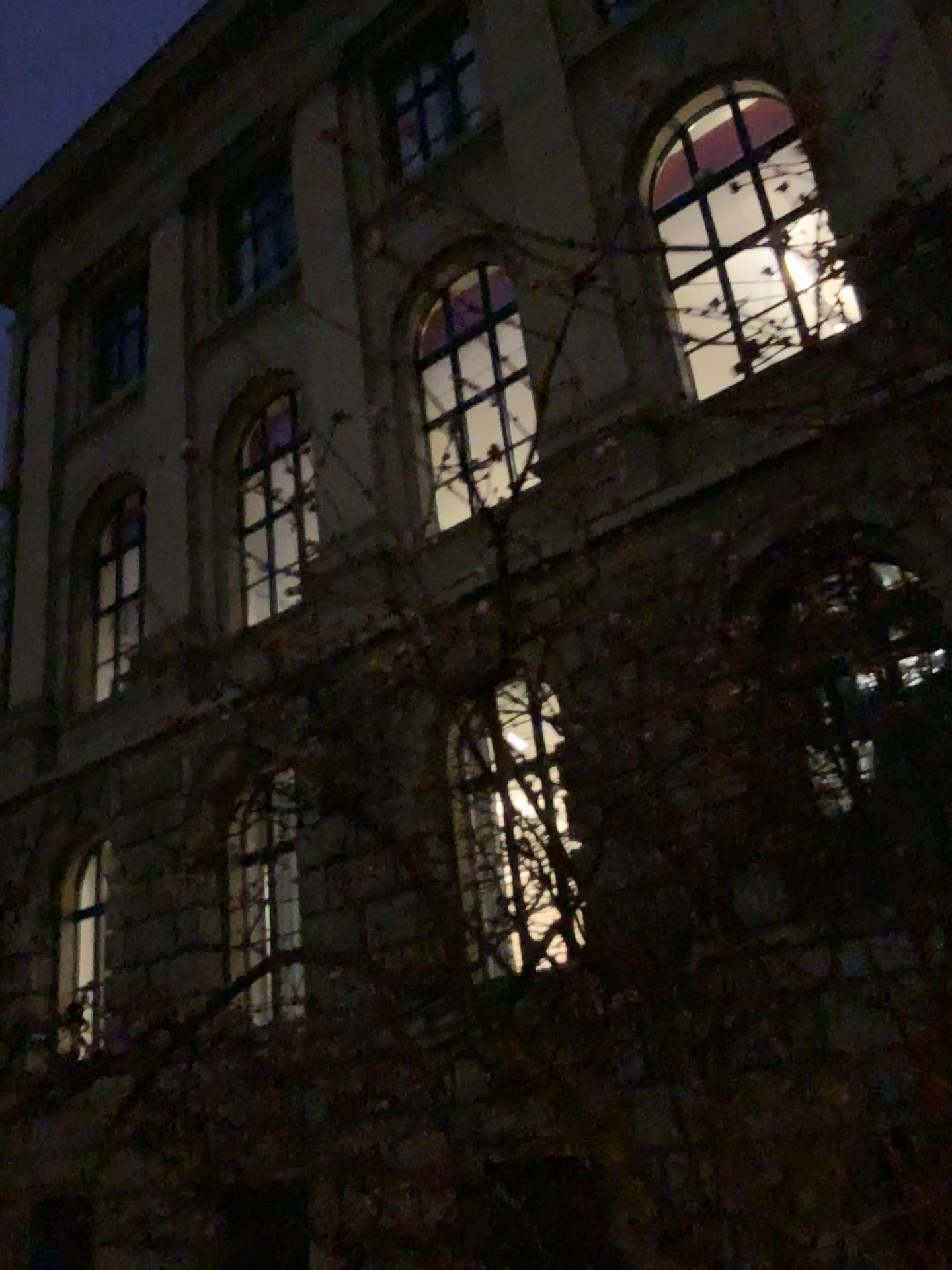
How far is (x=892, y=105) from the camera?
2.0 meters
